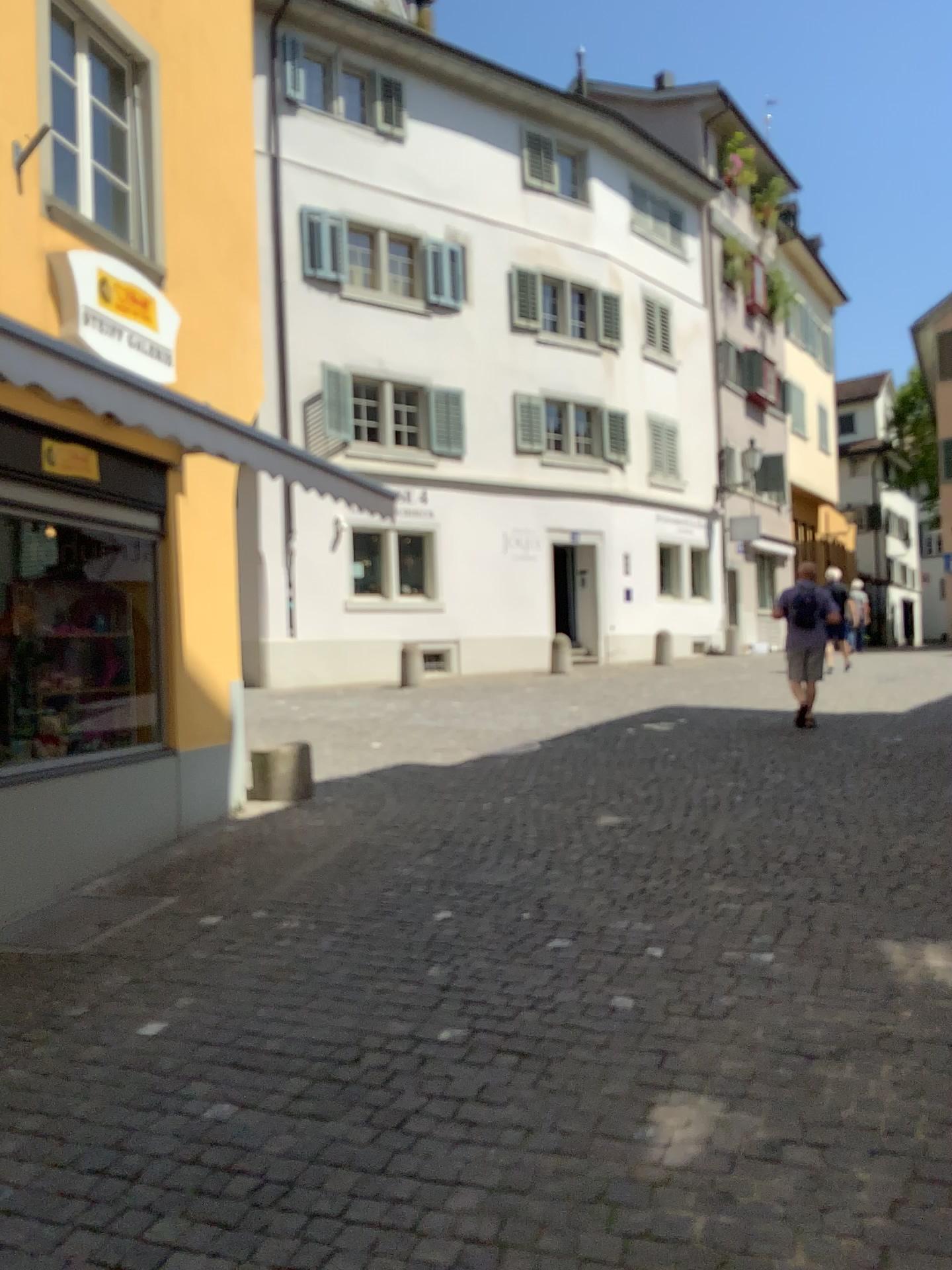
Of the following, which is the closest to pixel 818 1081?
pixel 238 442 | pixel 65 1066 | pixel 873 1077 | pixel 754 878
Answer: pixel 873 1077
